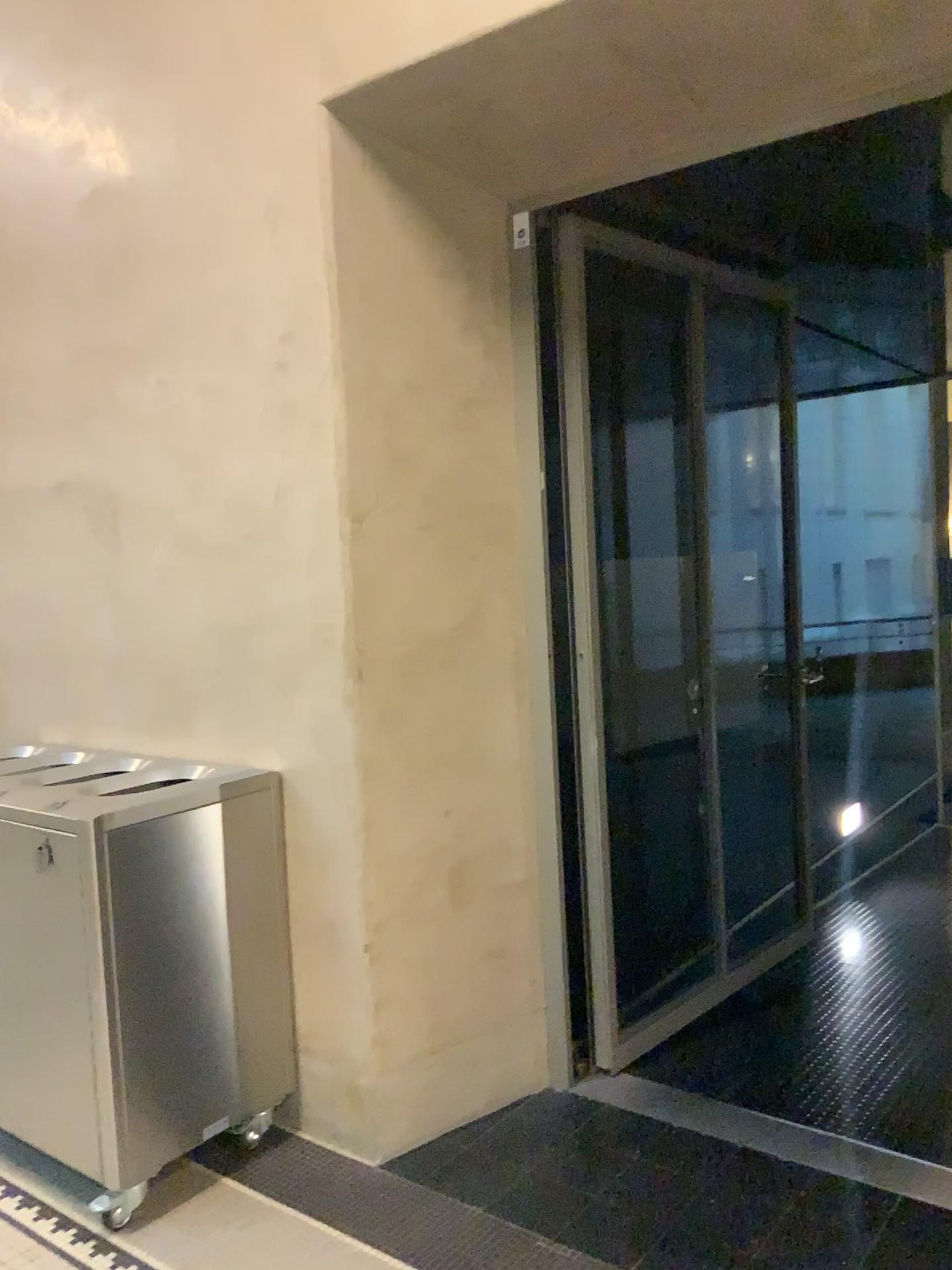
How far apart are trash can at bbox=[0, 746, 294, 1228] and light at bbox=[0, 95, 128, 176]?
1.7 meters

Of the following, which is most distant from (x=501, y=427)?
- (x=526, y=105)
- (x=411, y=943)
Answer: (x=411, y=943)

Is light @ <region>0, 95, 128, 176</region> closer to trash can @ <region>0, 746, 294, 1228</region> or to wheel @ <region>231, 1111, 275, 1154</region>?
trash can @ <region>0, 746, 294, 1228</region>

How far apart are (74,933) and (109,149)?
2.22m

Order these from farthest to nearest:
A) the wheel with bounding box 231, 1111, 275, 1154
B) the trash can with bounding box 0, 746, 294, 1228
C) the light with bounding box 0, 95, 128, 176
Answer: the light with bounding box 0, 95, 128, 176
the wheel with bounding box 231, 1111, 275, 1154
the trash can with bounding box 0, 746, 294, 1228

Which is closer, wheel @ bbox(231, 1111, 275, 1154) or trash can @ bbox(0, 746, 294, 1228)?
trash can @ bbox(0, 746, 294, 1228)

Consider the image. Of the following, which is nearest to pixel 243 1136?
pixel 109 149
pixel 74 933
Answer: pixel 74 933

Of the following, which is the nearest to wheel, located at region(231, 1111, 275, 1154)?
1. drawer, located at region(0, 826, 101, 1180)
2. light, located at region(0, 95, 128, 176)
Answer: drawer, located at region(0, 826, 101, 1180)

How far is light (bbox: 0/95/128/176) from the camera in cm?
310

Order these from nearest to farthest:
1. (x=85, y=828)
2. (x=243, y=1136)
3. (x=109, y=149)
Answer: (x=85, y=828), (x=243, y=1136), (x=109, y=149)
